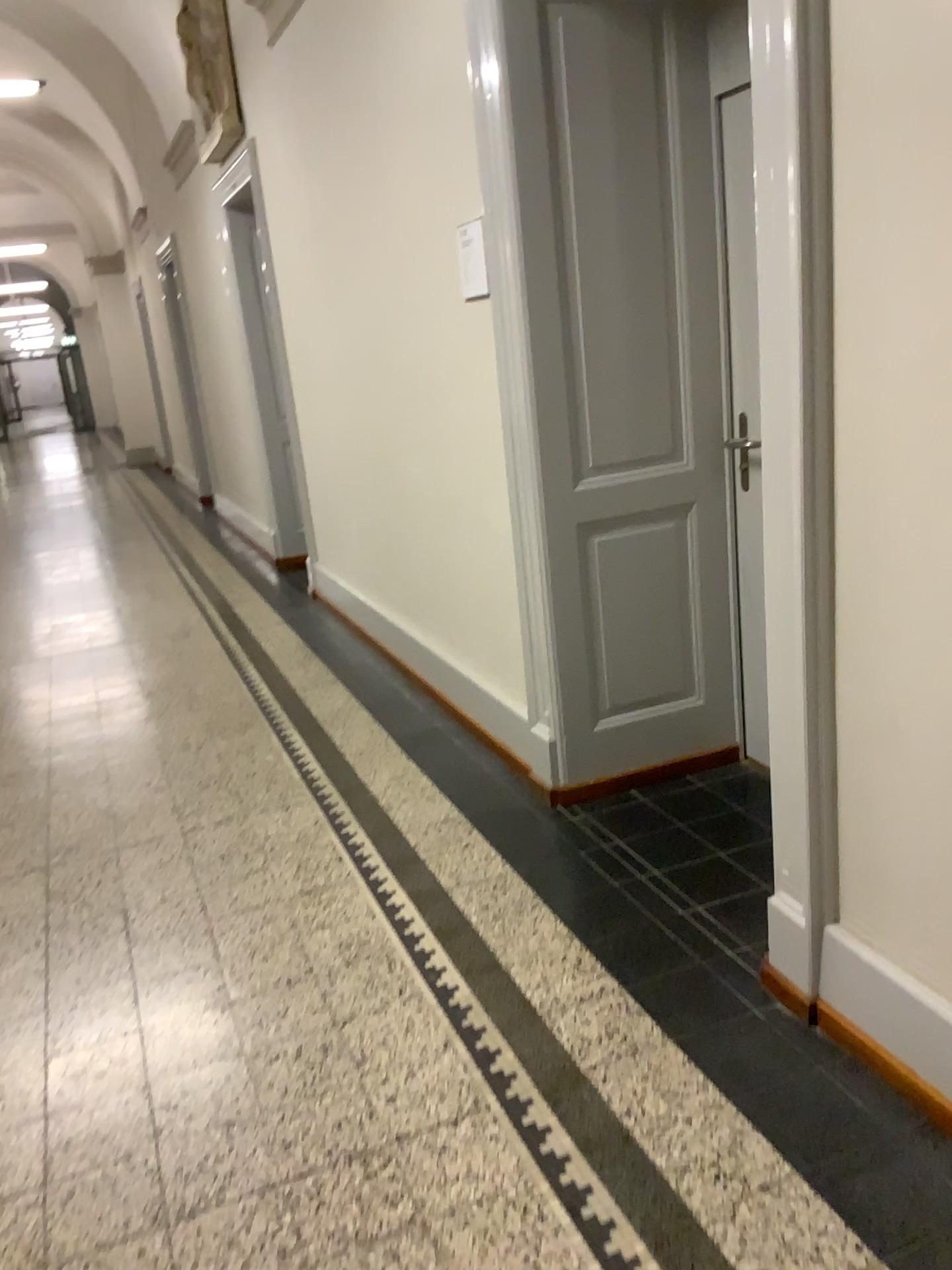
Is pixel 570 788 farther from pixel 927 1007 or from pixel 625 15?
pixel 625 15

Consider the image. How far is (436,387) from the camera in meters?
3.7

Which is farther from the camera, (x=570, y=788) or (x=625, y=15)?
(x=570, y=788)

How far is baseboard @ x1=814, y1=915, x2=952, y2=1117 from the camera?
1.8m

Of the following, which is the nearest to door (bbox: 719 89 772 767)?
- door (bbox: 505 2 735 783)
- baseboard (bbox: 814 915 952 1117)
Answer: door (bbox: 505 2 735 783)

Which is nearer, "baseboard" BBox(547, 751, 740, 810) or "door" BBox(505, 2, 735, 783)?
"door" BBox(505, 2, 735, 783)

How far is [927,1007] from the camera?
1.8 meters

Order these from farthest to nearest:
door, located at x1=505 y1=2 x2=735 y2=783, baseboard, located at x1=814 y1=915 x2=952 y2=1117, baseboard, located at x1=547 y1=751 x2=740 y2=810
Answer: baseboard, located at x1=547 y1=751 x2=740 y2=810
door, located at x1=505 y1=2 x2=735 y2=783
baseboard, located at x1=814 y1=915 x2=952 y2=1117

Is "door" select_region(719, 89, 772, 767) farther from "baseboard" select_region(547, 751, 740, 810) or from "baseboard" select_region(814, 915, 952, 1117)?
"baseboard" select_region(814, 915, 952, 1117)
